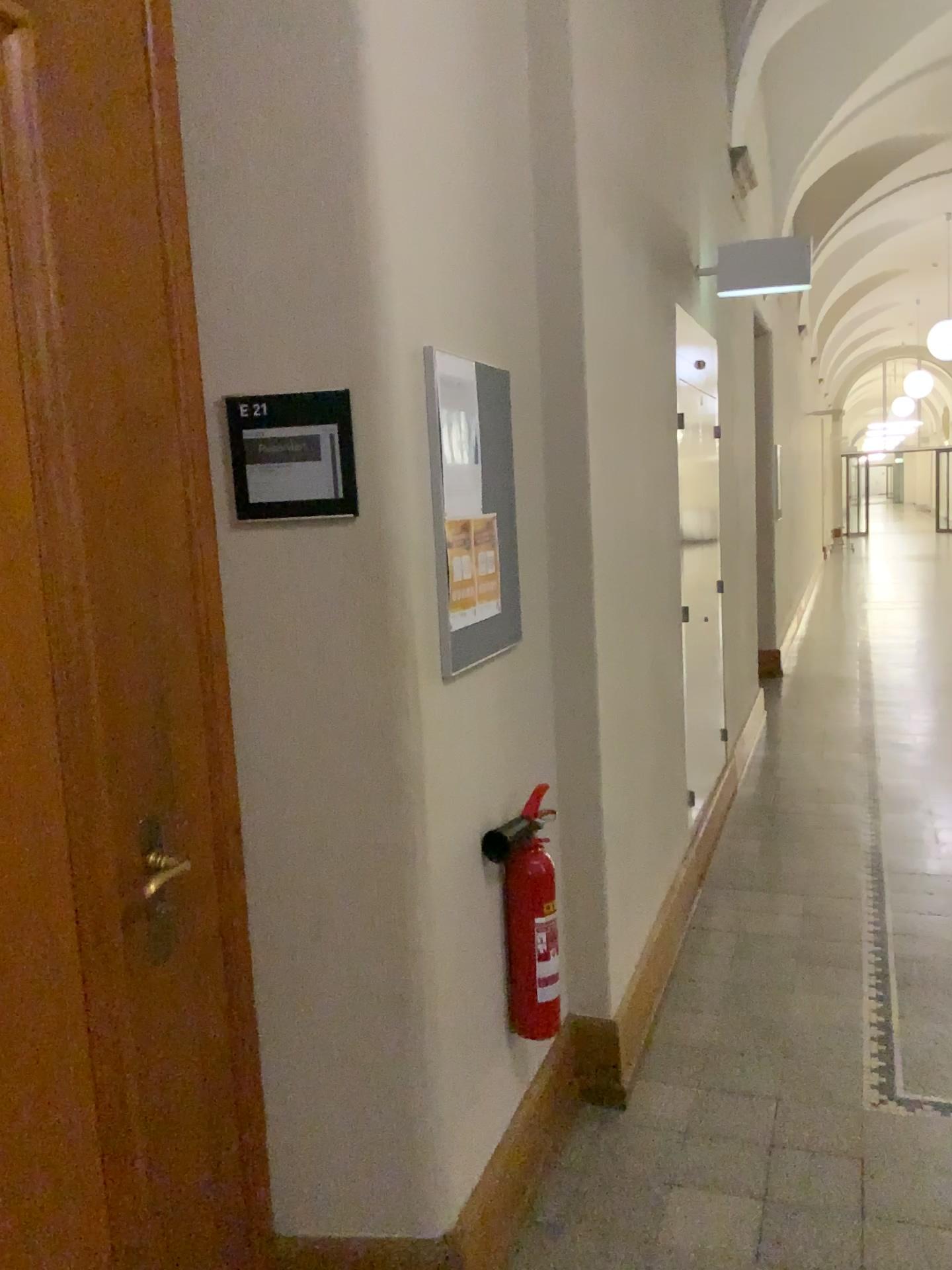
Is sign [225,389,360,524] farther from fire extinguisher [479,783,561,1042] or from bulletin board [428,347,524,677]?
fire extinguisher [479,783,561,1042]

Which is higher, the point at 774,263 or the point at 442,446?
the point at 774,263

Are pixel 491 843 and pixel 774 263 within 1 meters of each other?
no

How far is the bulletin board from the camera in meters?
2.0 m

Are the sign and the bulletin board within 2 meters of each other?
yes

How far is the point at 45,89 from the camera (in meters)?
1.43

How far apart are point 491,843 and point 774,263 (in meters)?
3.03

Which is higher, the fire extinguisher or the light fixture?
the light fixture

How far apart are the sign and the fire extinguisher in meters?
0.8 m

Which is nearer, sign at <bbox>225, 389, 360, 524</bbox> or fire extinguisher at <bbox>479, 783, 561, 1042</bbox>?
sign at <bbox>225, 389, 360, 524</bbox>
